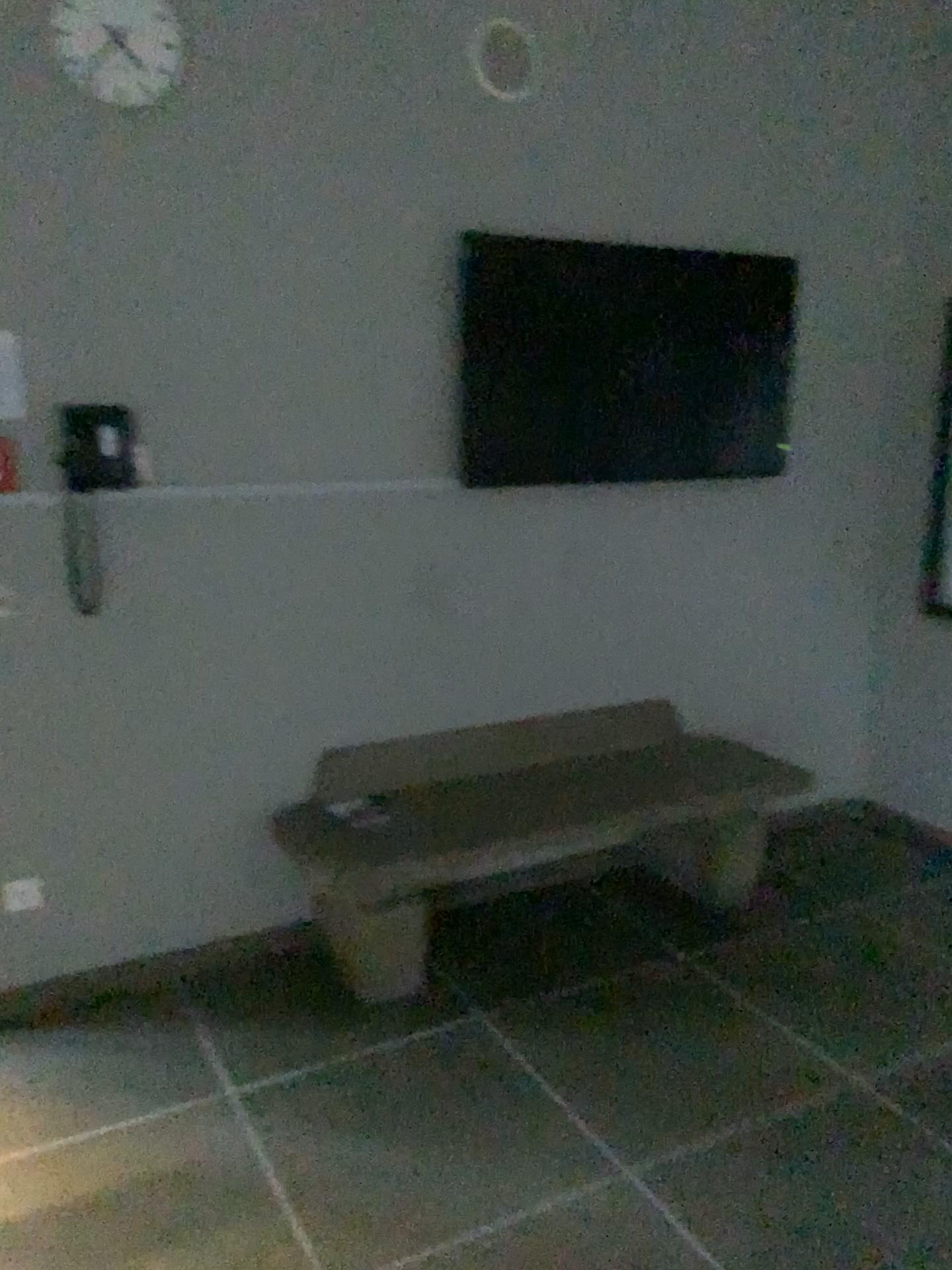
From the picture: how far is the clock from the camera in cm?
258

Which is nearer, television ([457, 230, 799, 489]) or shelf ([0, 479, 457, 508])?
shelf ([0, 479, 457, 508])

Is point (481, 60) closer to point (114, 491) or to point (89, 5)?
point (89, 5)

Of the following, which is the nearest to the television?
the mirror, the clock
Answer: the mirror

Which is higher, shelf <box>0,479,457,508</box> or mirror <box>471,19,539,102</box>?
mirror <box>471,19,539,102</box>

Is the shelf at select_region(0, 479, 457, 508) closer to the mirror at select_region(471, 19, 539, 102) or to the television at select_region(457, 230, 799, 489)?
the television at select_region(457, 230, 799, 489)

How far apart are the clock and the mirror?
0.87m

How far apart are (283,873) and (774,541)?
2.09m

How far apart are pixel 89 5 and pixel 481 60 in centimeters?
107cm

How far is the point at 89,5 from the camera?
2.6 meters
